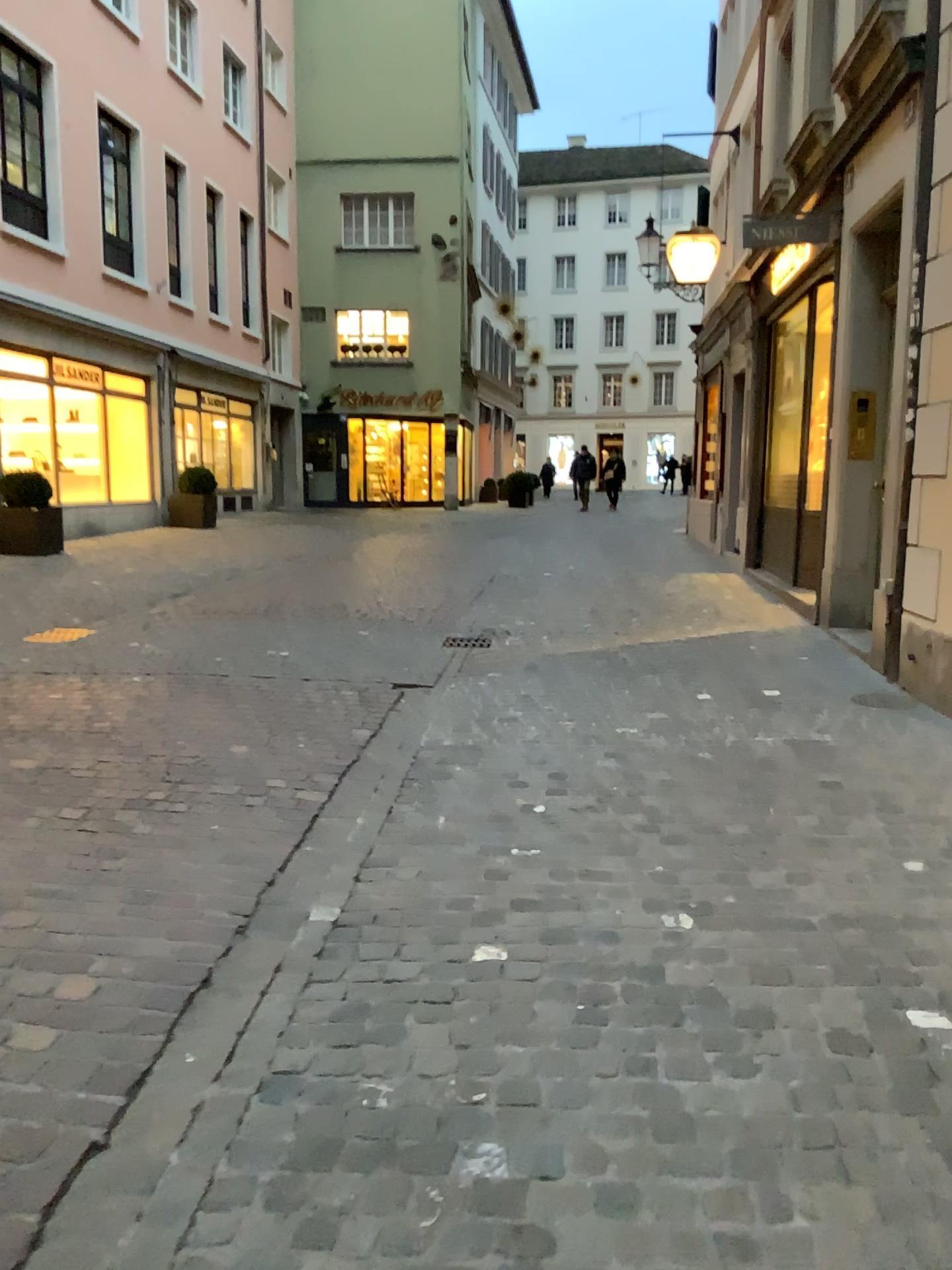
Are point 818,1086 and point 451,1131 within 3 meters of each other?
yes
